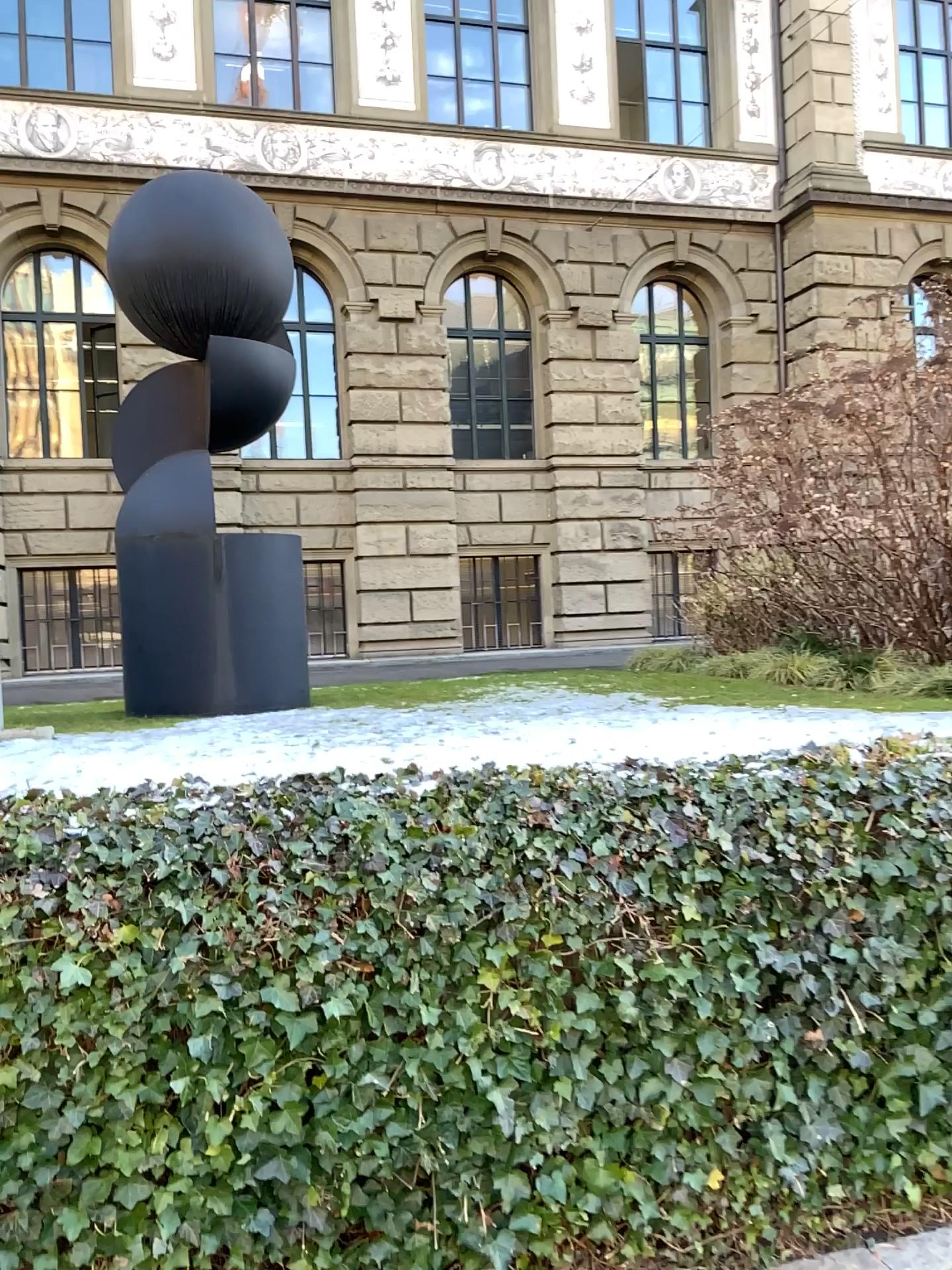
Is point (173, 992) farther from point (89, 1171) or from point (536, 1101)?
point (536, 1101)
